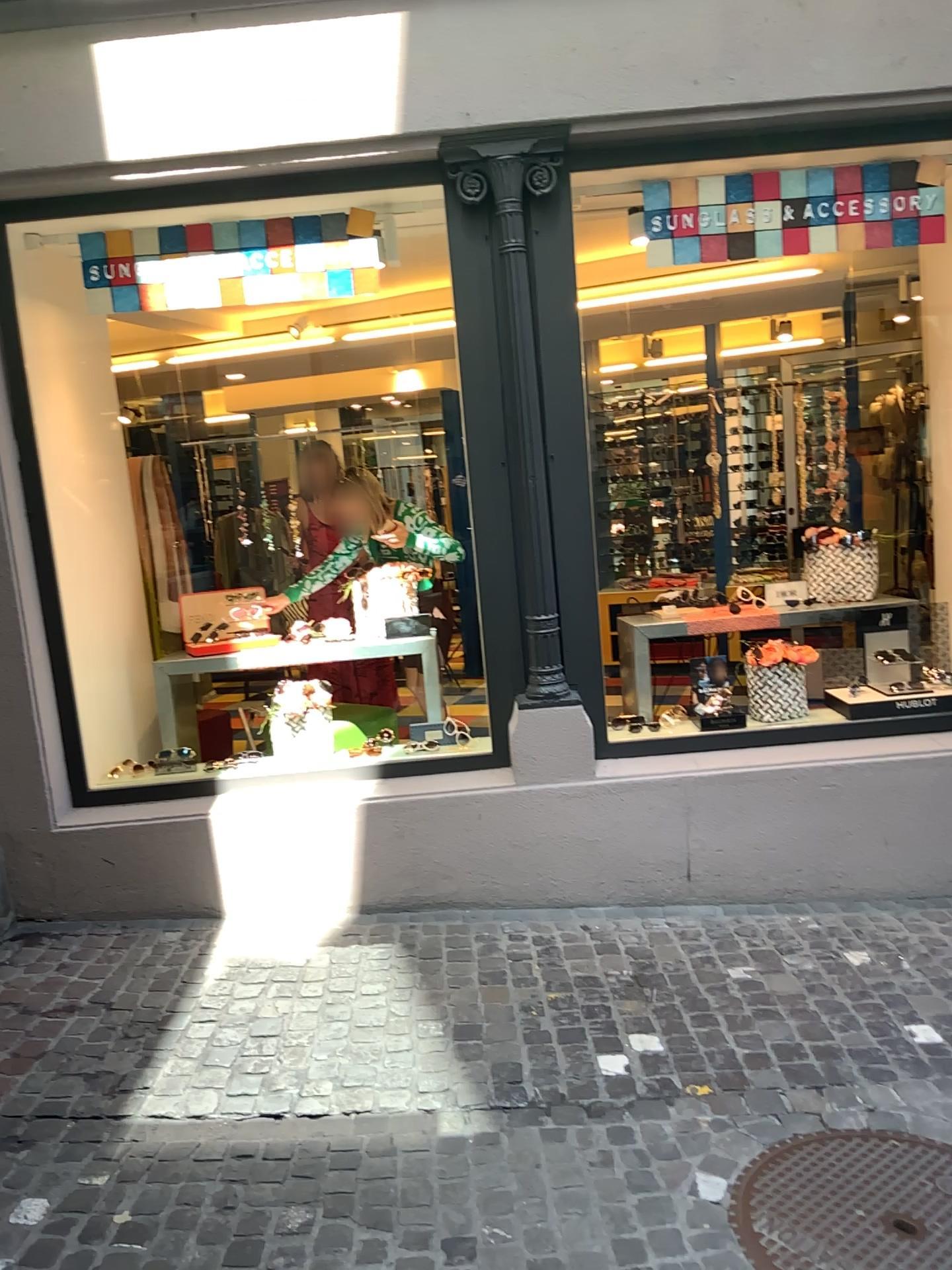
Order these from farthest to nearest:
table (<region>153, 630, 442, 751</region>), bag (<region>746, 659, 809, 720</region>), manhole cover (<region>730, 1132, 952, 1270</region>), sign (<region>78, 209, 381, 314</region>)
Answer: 1. table (<region>153, 630, 442, 751</region>)
2. bag (<region>746, 659, 809, 720</region>)
3. sign (<region>78, 209, 381, 314</region>)
4. manhole cover (<region>730, 1132, 952, 1270</region>)

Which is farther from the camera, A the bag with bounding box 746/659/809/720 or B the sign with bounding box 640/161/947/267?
A the bag with bounding box 746/659/809/720

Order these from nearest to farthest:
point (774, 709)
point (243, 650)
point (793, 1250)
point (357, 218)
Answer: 1. point (793, 1250)
2. point (357, 218)
3. point (774, 709)
4. point (243, 650)

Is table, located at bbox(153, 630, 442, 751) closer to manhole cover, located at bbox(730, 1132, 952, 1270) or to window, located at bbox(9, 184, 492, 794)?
window, located at bbox(9, 184, 492, 794)

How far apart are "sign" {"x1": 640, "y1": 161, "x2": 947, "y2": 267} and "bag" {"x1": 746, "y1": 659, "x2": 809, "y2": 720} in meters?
1.6 m

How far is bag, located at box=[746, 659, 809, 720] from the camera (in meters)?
4.27

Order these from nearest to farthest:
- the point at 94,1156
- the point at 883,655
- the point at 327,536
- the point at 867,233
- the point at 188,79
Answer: the point at 94,1156 → the point at 188,79 → the point at 867,233 → the point at 883,655 → the point at 327,536

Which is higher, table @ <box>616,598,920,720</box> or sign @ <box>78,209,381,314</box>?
sign @ <box>78,209,381,314</box>

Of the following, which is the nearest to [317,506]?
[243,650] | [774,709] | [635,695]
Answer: [243,650]

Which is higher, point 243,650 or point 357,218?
point 357,218
